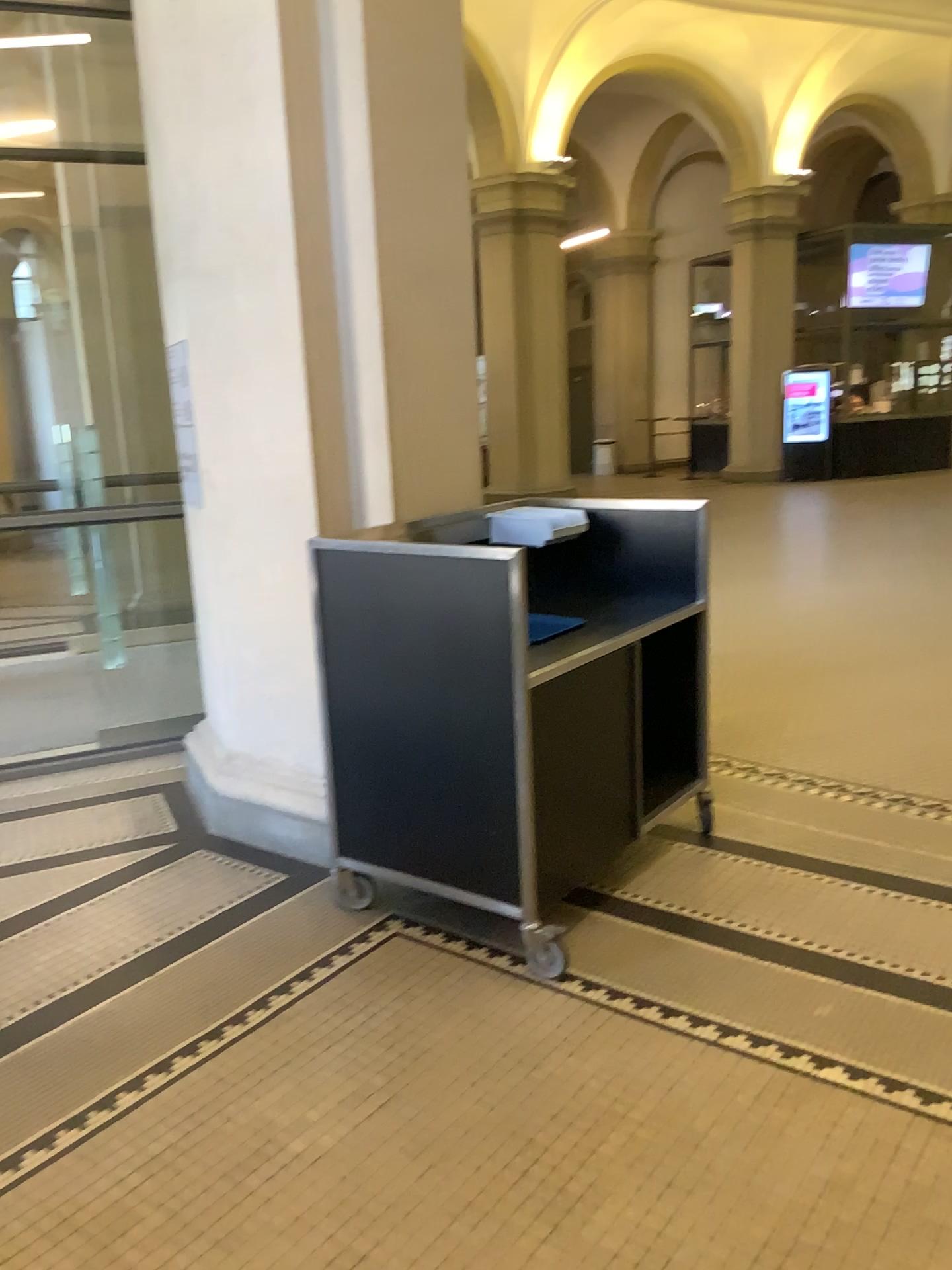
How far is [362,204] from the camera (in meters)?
3.42
